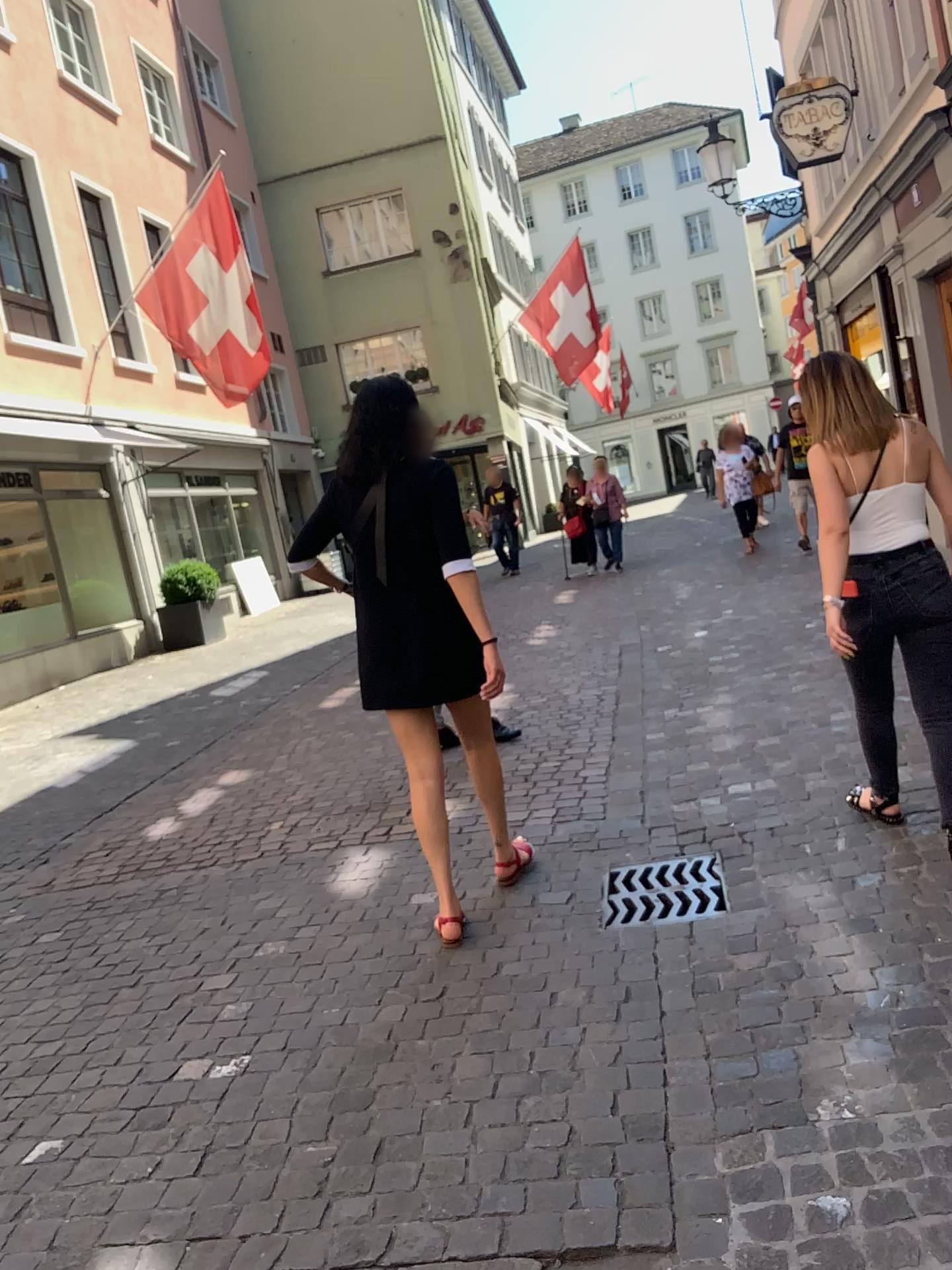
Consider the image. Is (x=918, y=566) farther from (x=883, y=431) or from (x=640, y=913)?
(x=640, y=913)

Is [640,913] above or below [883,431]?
below

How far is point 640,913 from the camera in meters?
3.2 m

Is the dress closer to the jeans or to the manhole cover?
the manhole cover

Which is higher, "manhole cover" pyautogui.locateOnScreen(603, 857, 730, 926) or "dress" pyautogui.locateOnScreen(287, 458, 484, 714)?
"dress" pyautogui.locateOnScreen(287, 458, 484, 714)

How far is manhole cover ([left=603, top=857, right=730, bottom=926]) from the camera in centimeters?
322cm

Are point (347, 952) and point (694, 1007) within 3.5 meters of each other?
yes

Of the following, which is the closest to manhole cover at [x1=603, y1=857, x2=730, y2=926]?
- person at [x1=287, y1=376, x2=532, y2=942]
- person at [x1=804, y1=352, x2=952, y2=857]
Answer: person at [x1=287, y1=376, x2=532, y2=942]

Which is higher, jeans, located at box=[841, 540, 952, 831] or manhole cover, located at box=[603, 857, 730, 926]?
jeans, located at box=[841, 540, 952, 831]

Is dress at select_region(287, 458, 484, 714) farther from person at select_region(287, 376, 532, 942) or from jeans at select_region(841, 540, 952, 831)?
jeans at select_region(841, 540, 952, 831)
